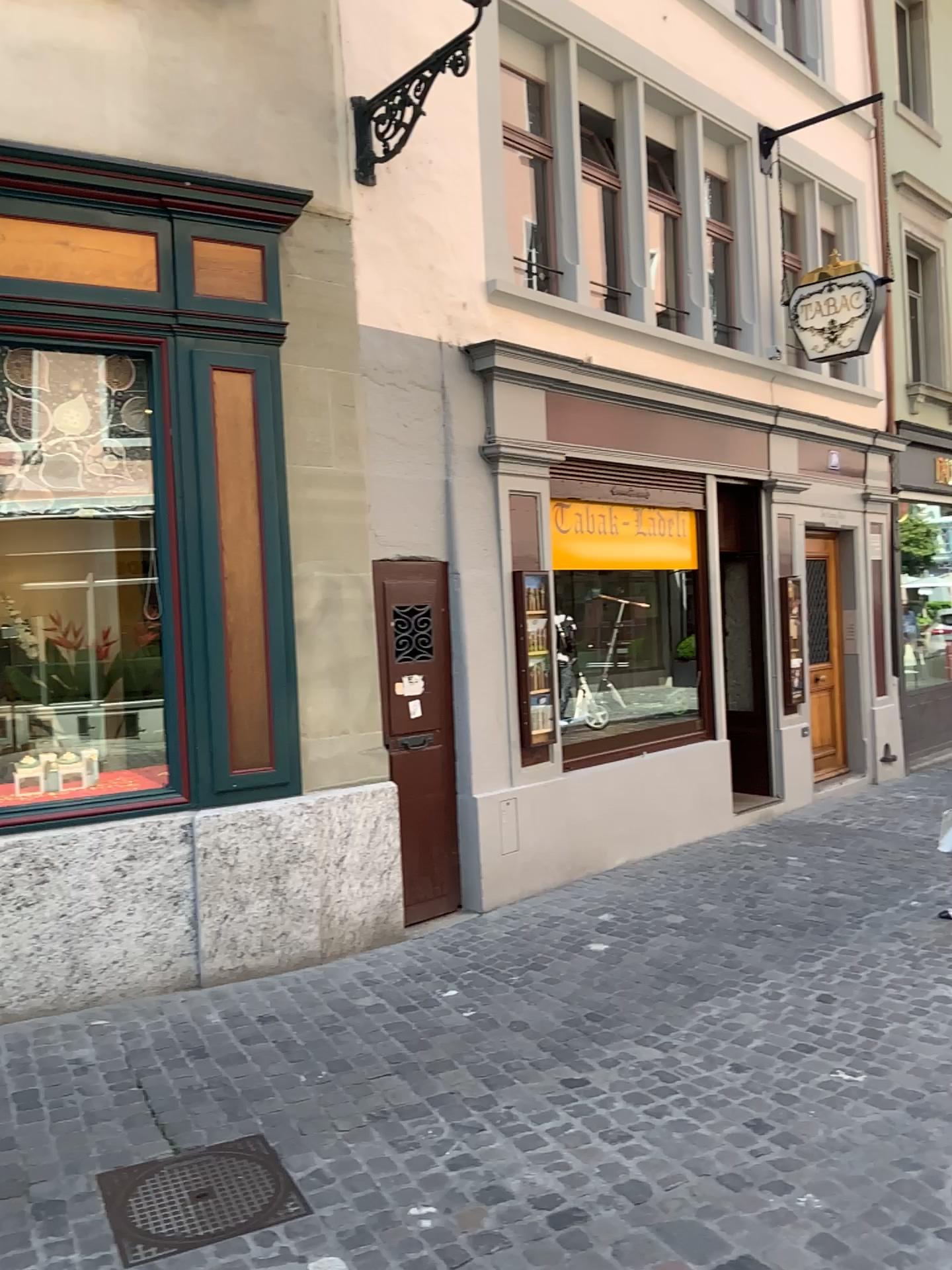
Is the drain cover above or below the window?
below

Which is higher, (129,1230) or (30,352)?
(30,352)

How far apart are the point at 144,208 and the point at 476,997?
3.65m

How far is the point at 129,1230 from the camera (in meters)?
2.85

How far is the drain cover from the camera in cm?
285

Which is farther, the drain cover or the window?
the window

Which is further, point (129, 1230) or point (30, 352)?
point (30, 352)
